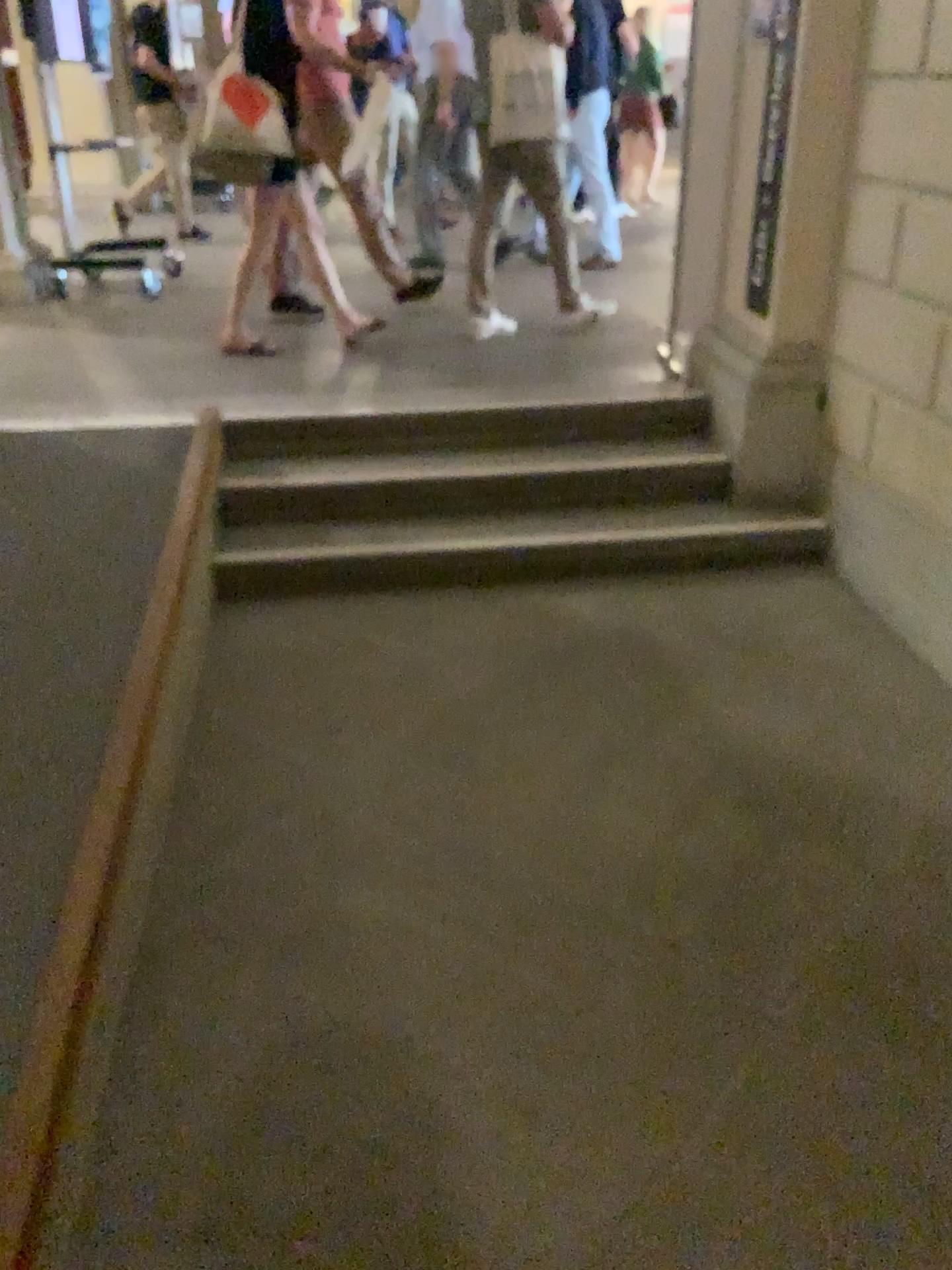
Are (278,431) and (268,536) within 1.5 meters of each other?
yes

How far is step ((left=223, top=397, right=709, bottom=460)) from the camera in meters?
3.9 m

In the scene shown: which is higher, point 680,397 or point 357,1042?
point 680,397

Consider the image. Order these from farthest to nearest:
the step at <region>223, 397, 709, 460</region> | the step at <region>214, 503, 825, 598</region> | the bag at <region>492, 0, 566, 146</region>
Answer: the bag at <region>492, 0, 566, 146</region> < the step at <region>223, 397, 709, 460</region> < the step at <region>214, 503, 825, 598</region>

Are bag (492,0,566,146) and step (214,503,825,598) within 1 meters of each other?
no

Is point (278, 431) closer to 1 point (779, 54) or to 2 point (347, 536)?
2 point (347, 536)

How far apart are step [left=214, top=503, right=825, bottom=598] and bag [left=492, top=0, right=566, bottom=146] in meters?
1.9

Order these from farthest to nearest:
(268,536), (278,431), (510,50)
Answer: (510,50), (278,431), (268,536)

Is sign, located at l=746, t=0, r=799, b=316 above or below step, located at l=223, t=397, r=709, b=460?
above

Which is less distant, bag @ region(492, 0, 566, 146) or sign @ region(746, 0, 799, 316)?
sign @ region(746, 0, 799, 316)
